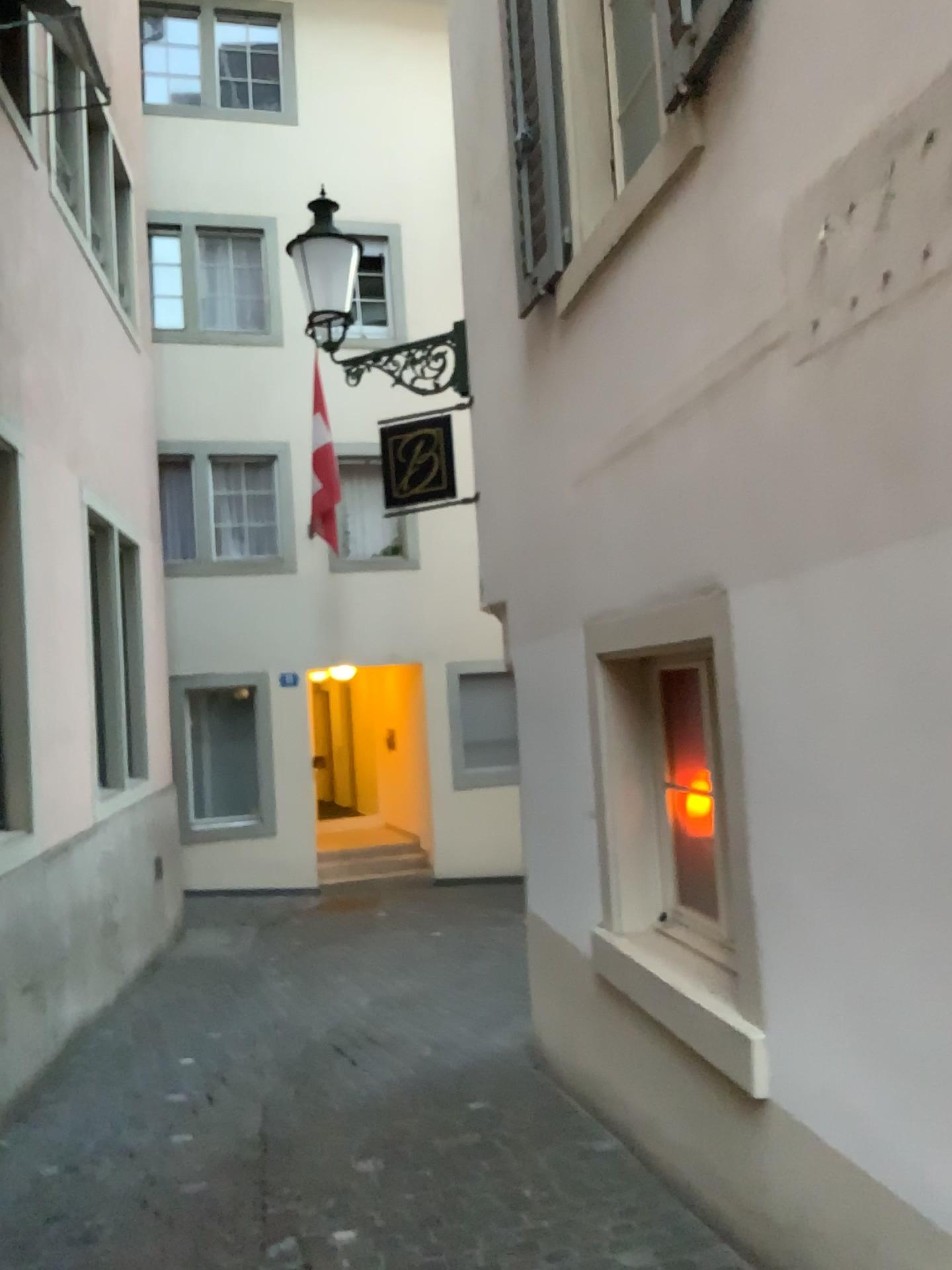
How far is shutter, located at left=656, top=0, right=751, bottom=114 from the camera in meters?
2.9 m

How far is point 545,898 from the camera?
4.8m

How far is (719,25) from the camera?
2.9 meters
